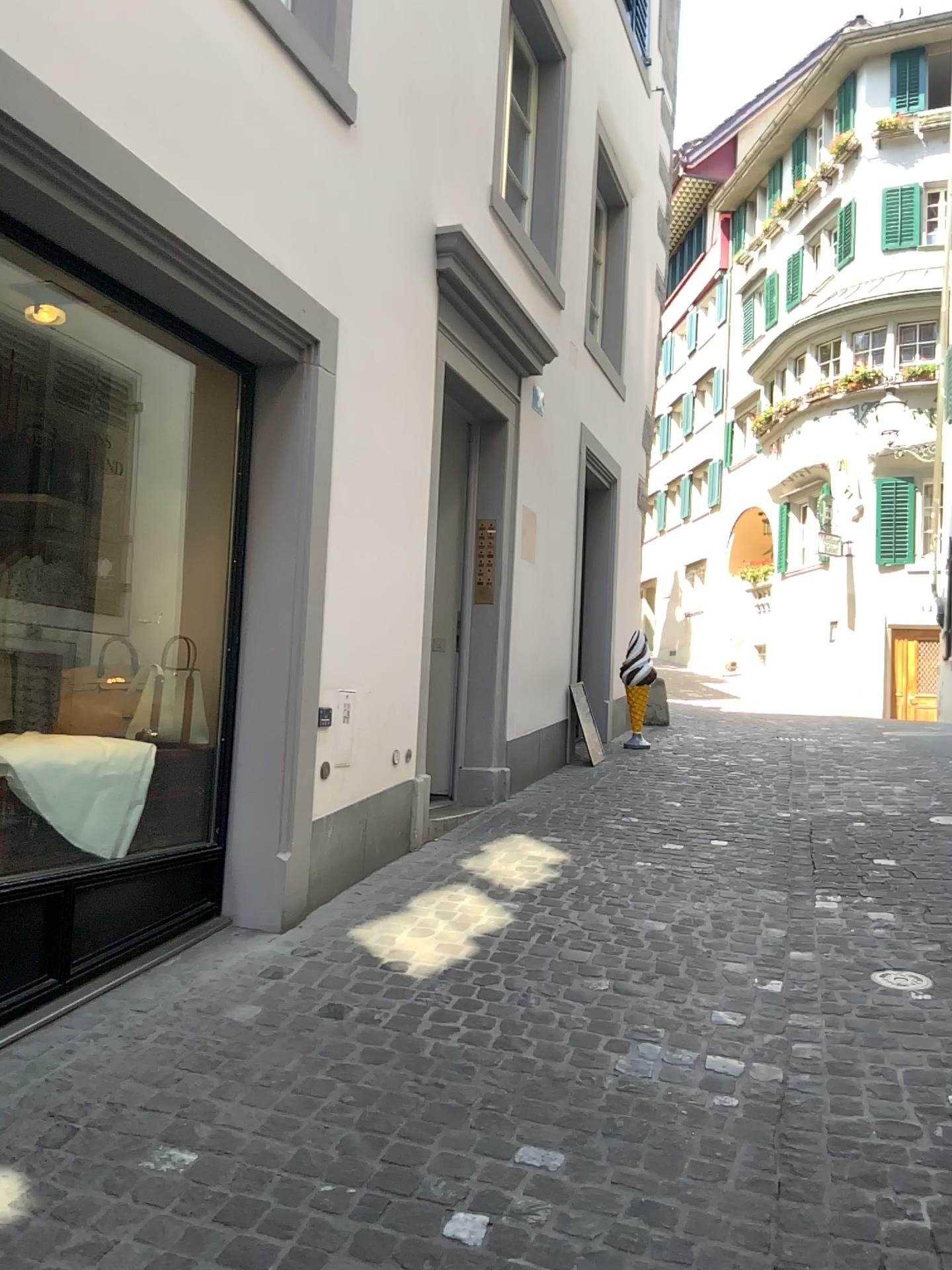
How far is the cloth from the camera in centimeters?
307cm

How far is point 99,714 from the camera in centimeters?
391cm

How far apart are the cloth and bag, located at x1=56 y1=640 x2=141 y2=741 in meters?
0.4

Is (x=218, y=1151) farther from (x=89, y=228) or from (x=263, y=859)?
(x=89, y=228)

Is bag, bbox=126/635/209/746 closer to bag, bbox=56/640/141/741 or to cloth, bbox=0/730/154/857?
bag, bbox=56/640/141/741

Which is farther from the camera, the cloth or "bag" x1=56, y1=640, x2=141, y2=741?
"bag" x1=56, y1=640, x2=141, y2=741

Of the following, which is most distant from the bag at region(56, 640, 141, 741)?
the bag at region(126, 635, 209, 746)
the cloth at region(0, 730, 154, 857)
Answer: the cloth at region(0, 730, 154, 857)

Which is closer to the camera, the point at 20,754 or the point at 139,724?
the point at 20,754

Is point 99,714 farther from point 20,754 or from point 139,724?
point 20,754

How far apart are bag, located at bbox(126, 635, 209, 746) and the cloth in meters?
0.4
